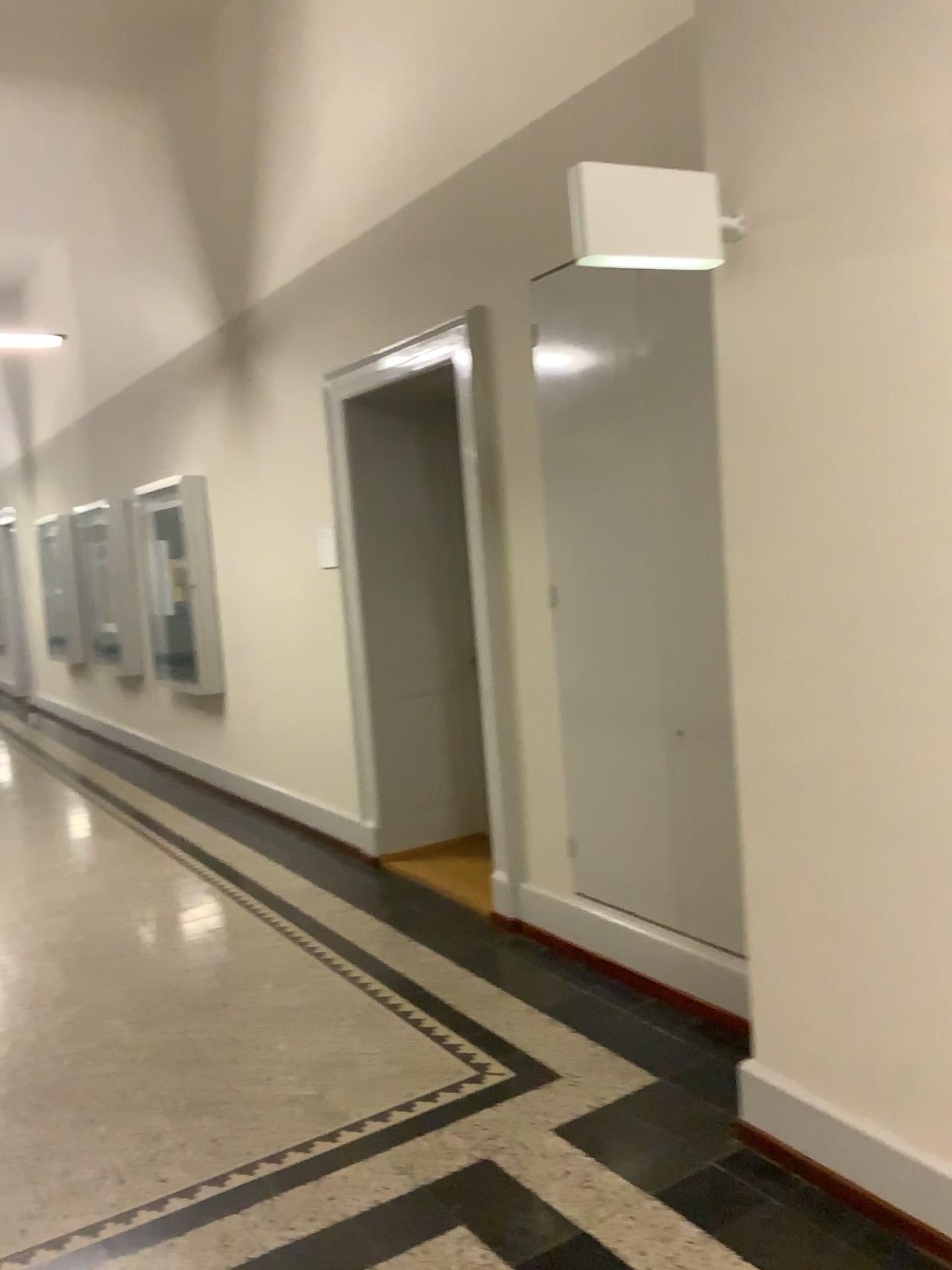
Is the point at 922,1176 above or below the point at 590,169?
below

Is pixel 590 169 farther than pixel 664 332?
No

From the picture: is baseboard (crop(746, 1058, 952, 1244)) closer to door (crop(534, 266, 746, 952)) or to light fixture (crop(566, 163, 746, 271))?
door (crop(534, 266, 746, 952))

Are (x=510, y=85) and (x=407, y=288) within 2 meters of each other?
yes

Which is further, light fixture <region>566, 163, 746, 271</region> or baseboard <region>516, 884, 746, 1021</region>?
baseboard <region>516, 884, 746, 1021</region>

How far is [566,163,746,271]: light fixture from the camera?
2.3 meters

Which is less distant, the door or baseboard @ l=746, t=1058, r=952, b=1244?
baseboard @ l=746, t=1058, r=952, b=1244

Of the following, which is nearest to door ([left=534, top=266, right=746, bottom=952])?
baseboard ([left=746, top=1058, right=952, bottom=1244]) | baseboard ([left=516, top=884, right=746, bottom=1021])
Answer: baseboard ([left=516, top=884, right=746, bottom=1021])

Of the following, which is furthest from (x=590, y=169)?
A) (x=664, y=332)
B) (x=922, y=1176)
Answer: (x=922, y=1176)

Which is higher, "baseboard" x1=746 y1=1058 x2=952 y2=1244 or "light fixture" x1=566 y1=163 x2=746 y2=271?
"light fixture" x1=566 y1=163 x2=746 y2=271
